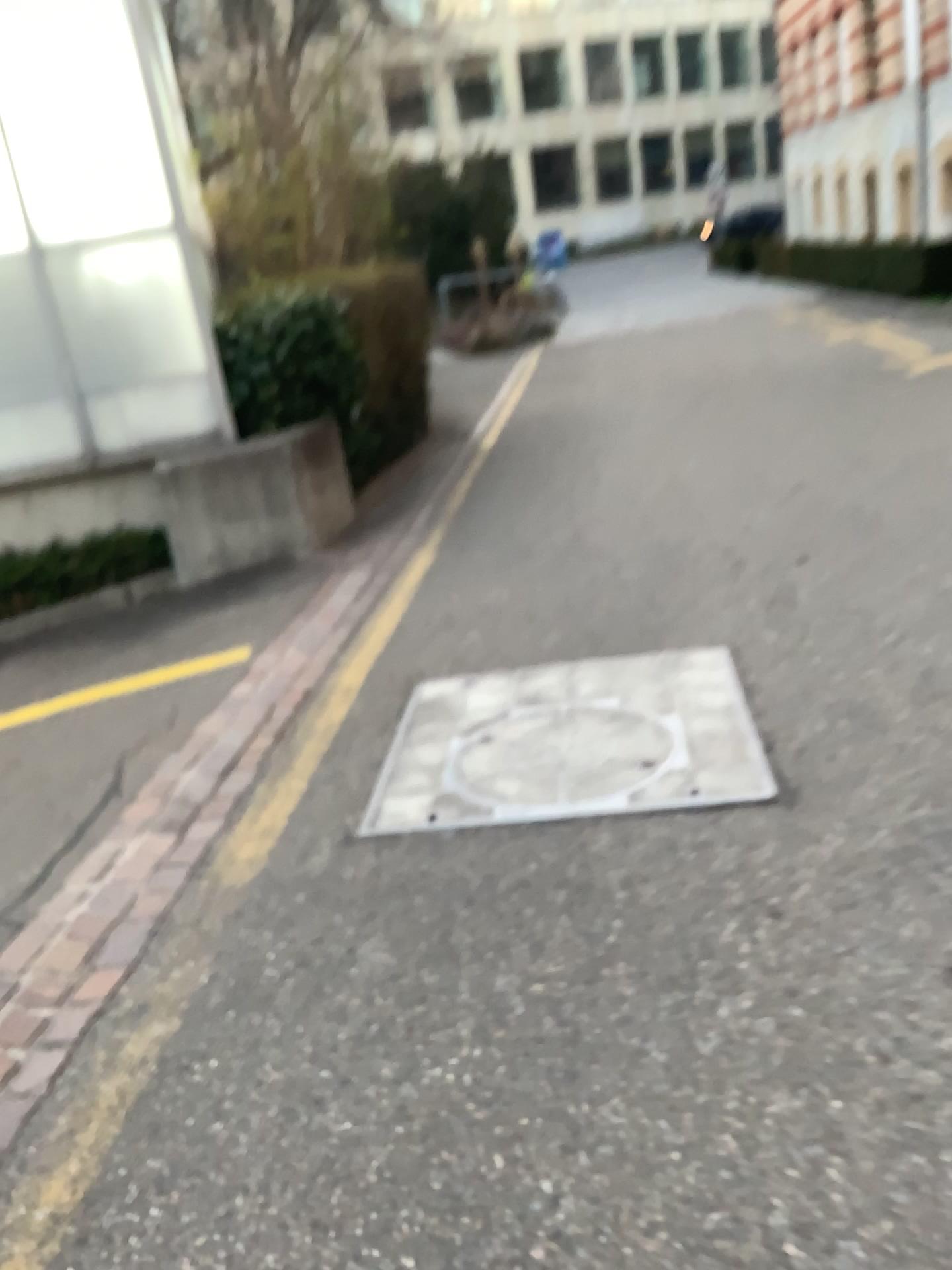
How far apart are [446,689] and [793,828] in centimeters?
145cm
